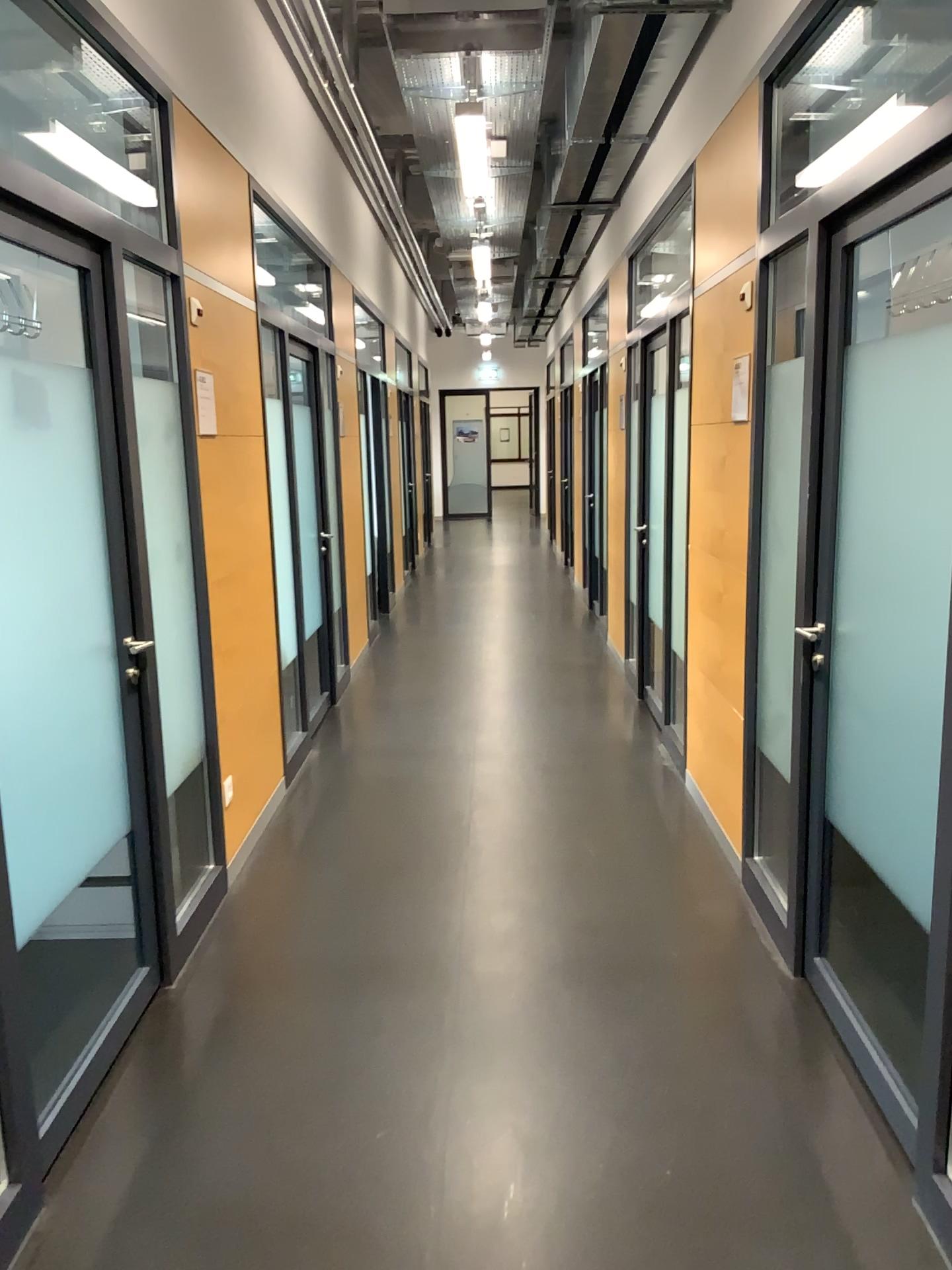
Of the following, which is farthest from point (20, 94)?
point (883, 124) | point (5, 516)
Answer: point (883, 124)

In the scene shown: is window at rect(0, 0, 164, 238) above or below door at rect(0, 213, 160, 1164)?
above

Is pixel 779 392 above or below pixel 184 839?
above

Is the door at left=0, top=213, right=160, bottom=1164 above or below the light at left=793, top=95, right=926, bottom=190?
below

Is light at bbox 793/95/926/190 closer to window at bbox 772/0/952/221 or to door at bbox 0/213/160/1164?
window at bbox 772/0/952/221

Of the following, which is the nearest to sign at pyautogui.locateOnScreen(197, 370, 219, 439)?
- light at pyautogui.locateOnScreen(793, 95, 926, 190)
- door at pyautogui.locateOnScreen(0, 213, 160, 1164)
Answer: door at pyautogui.locateOnScreen(0, 213, 160, 1164)

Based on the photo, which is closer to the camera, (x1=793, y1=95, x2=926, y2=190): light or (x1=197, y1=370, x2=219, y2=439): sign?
(x1=793, y1=95, x2=926, y2=190): light

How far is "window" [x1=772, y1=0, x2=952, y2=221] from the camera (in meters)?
3.59

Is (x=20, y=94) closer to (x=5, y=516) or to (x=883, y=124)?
(x=5, y=516)

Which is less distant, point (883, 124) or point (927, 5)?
point (883, 124)
